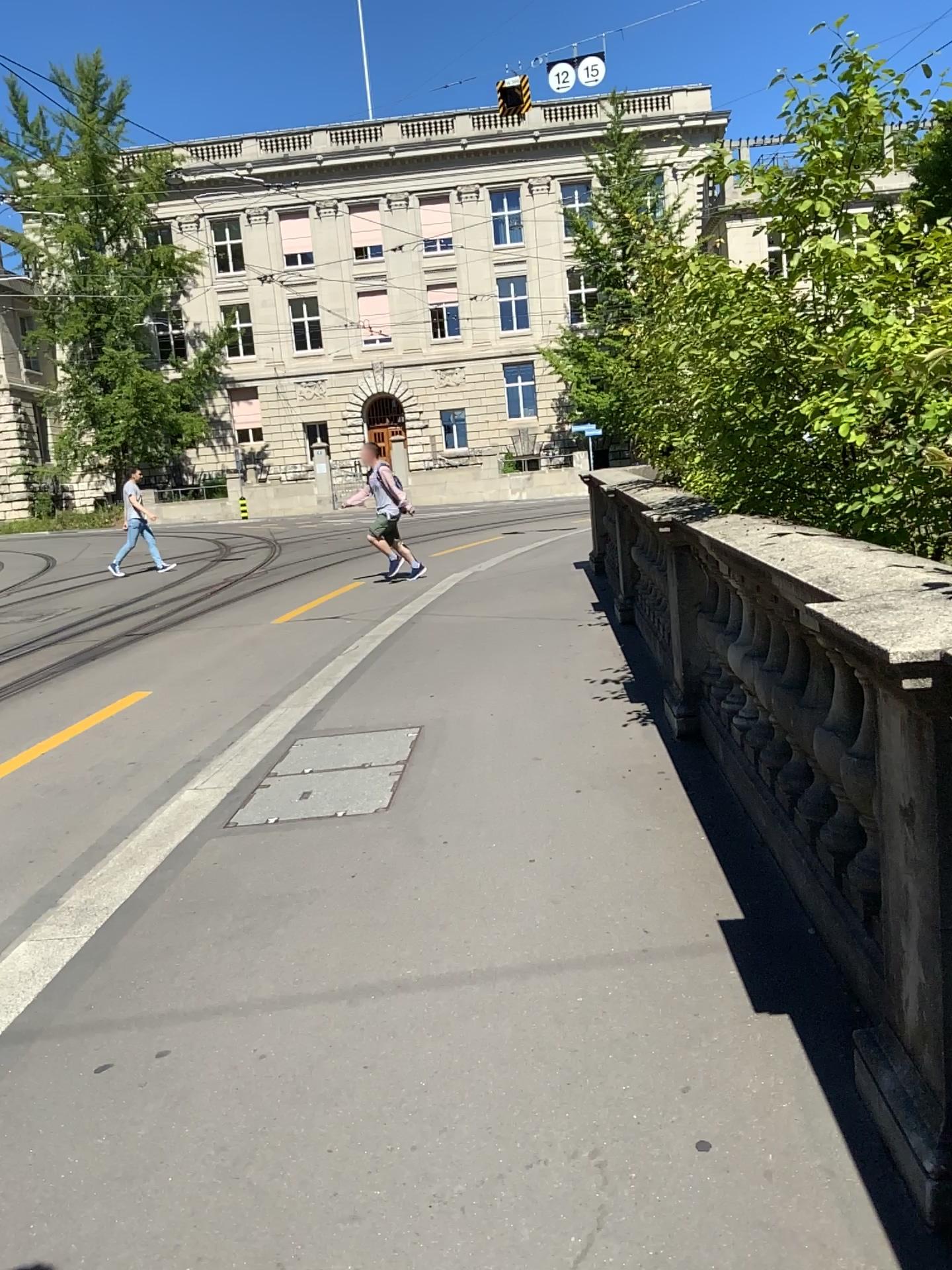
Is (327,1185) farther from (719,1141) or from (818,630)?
(818,630)
